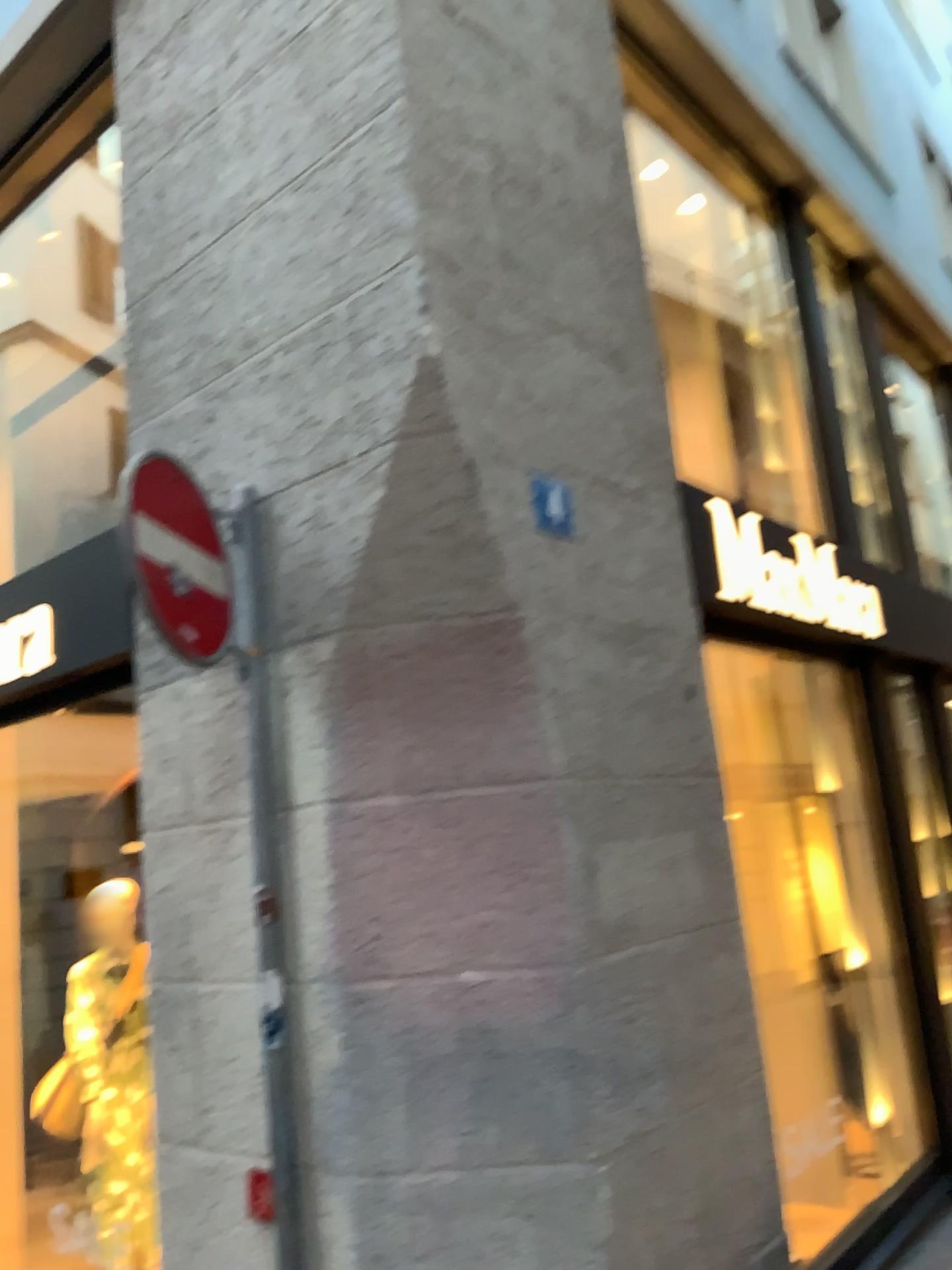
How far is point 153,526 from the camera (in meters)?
2.66

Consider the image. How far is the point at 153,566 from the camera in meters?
2.7

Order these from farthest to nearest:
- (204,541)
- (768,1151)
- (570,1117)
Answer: (768,1151) → (204,541) → (570,1117)

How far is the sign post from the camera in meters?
2.7

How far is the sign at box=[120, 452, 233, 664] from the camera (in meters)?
2.66
